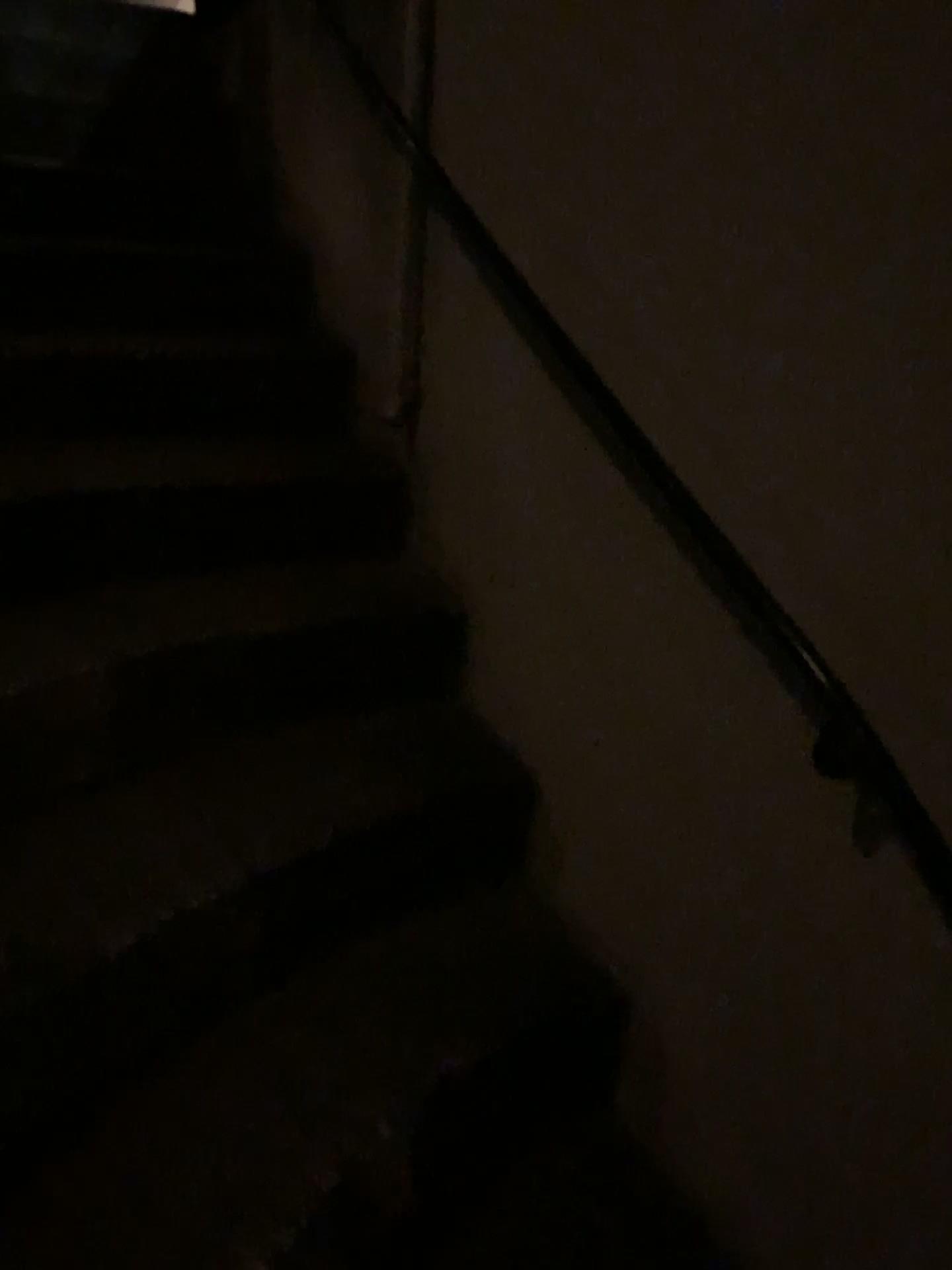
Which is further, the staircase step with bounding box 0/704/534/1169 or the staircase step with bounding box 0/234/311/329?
Result: the staircase step with bounding box 0/234/311/329

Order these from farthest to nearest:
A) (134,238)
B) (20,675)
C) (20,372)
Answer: (134,238)
(20,372)
(20,675)

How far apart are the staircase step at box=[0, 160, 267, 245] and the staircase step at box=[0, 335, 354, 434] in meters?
0.4 m

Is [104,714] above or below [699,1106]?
above

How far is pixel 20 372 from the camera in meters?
2.0

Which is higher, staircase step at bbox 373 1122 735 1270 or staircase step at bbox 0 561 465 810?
staircase step at bbox 0 561 465 810

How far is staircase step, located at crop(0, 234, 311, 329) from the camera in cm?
229

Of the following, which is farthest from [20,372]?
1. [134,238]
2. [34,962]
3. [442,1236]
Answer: [442,1236]

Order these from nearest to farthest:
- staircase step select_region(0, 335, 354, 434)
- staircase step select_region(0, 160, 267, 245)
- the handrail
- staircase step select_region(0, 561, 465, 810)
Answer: the handrail
staircase step select_region(0, 561, 465, 810)
staircase step select_region(0, 335, 354, 434)
staircase step select_region(0, 160, 267, 245)

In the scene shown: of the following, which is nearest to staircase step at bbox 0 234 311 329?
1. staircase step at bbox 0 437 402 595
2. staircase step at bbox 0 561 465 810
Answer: staircase step at bbox 0 437 402 595
